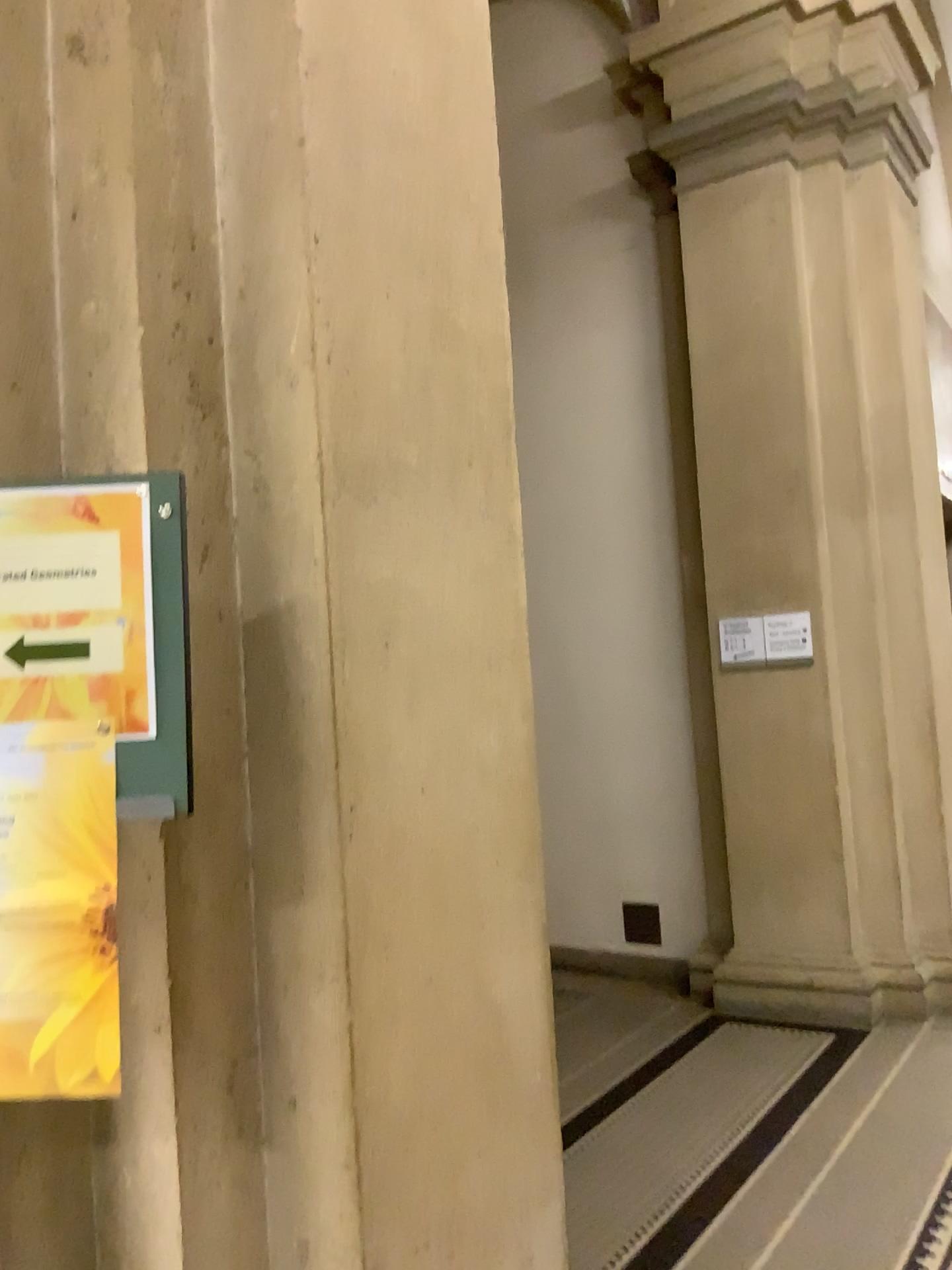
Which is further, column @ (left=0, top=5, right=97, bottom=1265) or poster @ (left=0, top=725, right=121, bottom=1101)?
column @ (left=0, top=5, right=97, bottom=1265)

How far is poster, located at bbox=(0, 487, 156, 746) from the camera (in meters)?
1.23

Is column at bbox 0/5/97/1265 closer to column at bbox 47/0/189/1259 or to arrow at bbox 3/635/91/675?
column at bbox 47/0/189/1259

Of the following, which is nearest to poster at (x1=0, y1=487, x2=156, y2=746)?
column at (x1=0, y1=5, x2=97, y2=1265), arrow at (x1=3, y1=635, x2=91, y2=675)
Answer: arrow at (x1=3, y1=635, x2=91, y2=675)

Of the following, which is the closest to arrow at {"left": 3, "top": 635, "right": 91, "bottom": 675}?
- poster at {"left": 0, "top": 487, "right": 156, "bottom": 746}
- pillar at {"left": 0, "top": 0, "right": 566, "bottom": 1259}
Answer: poster at {"left": 0, "top": 487, "right": 156, "bottom": 746}

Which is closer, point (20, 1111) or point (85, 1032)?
point (85, 1032)

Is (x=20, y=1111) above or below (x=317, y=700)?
below

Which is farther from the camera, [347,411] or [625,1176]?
[625,1176]

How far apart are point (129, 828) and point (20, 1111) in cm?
41

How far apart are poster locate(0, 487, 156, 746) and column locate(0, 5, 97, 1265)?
0.3m
